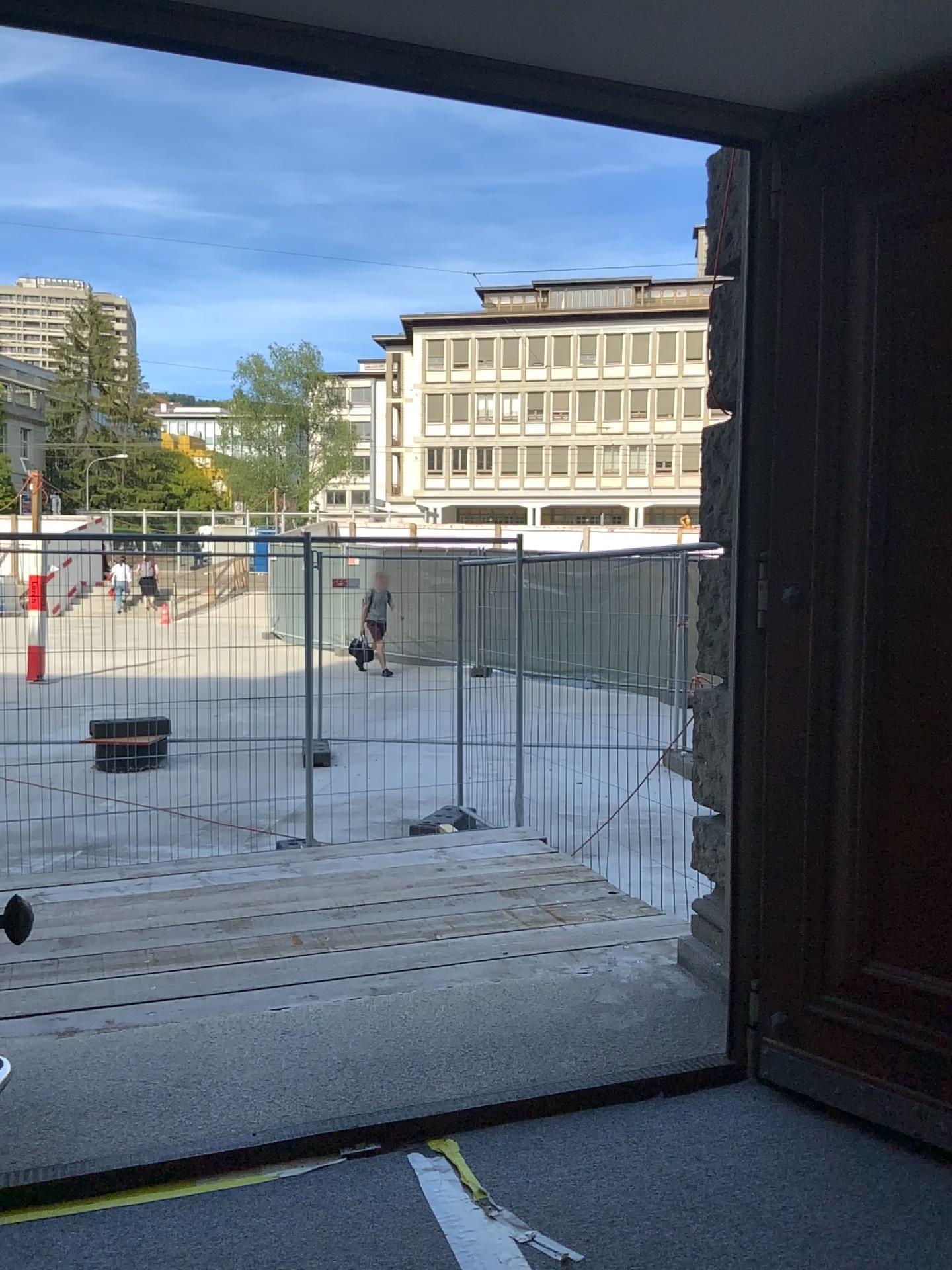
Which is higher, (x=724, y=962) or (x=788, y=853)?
(x=788, y=853)

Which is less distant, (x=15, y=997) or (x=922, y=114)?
(x=922, y=114)

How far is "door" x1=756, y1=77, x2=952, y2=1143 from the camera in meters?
2.8 m

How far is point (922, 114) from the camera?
2.8 meters

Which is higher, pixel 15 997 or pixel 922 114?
pixel 922 114

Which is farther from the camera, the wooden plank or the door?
the wooden plank
